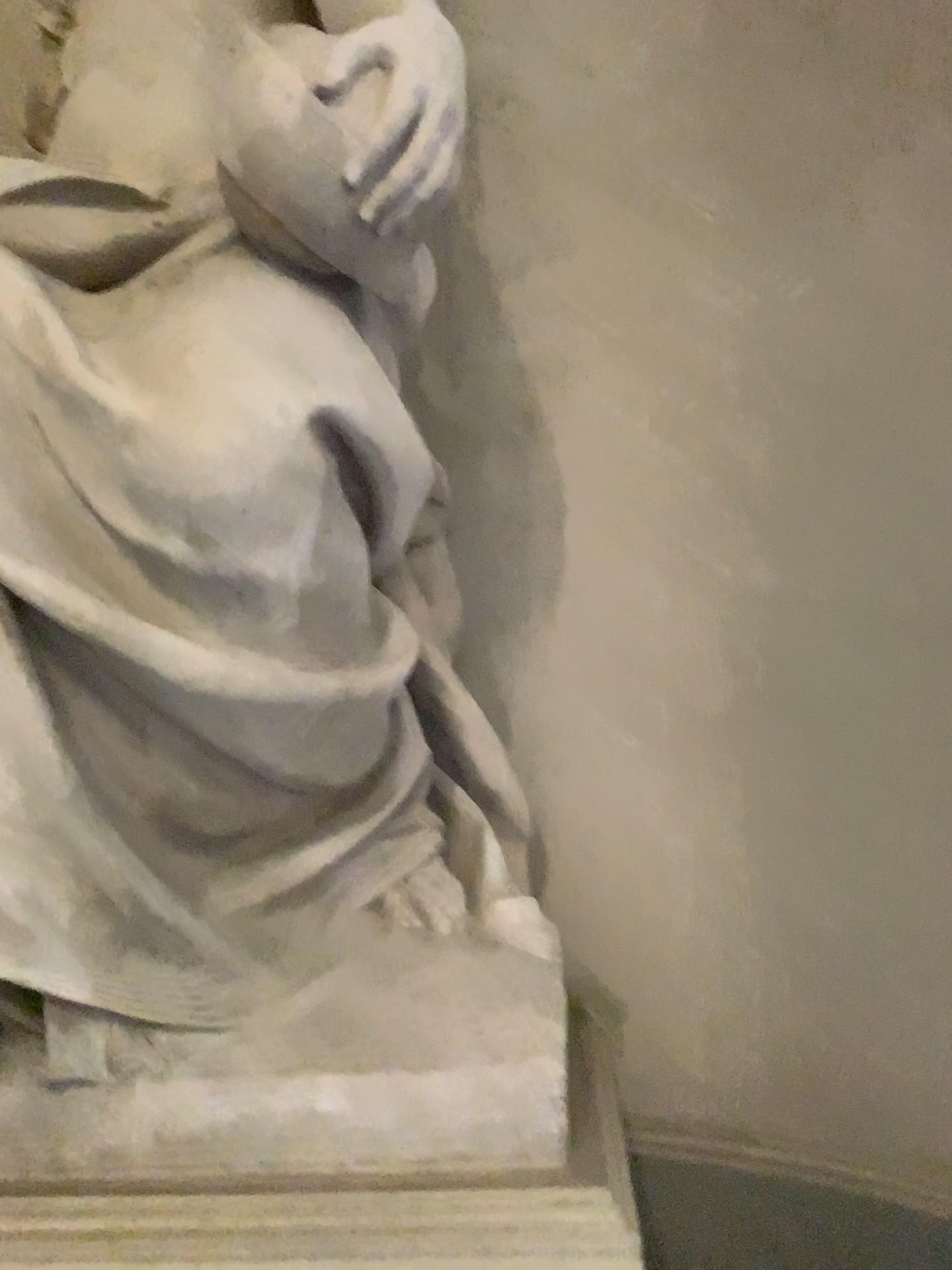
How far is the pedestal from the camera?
1.3m

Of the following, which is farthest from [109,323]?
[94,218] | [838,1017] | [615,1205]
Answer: [838,1017]

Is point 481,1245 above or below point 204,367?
below

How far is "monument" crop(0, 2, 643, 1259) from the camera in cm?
137

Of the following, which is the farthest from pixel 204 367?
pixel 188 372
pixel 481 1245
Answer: pixel 481 1245

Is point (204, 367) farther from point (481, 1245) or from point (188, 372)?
point (481, 1245)

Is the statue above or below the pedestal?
above
